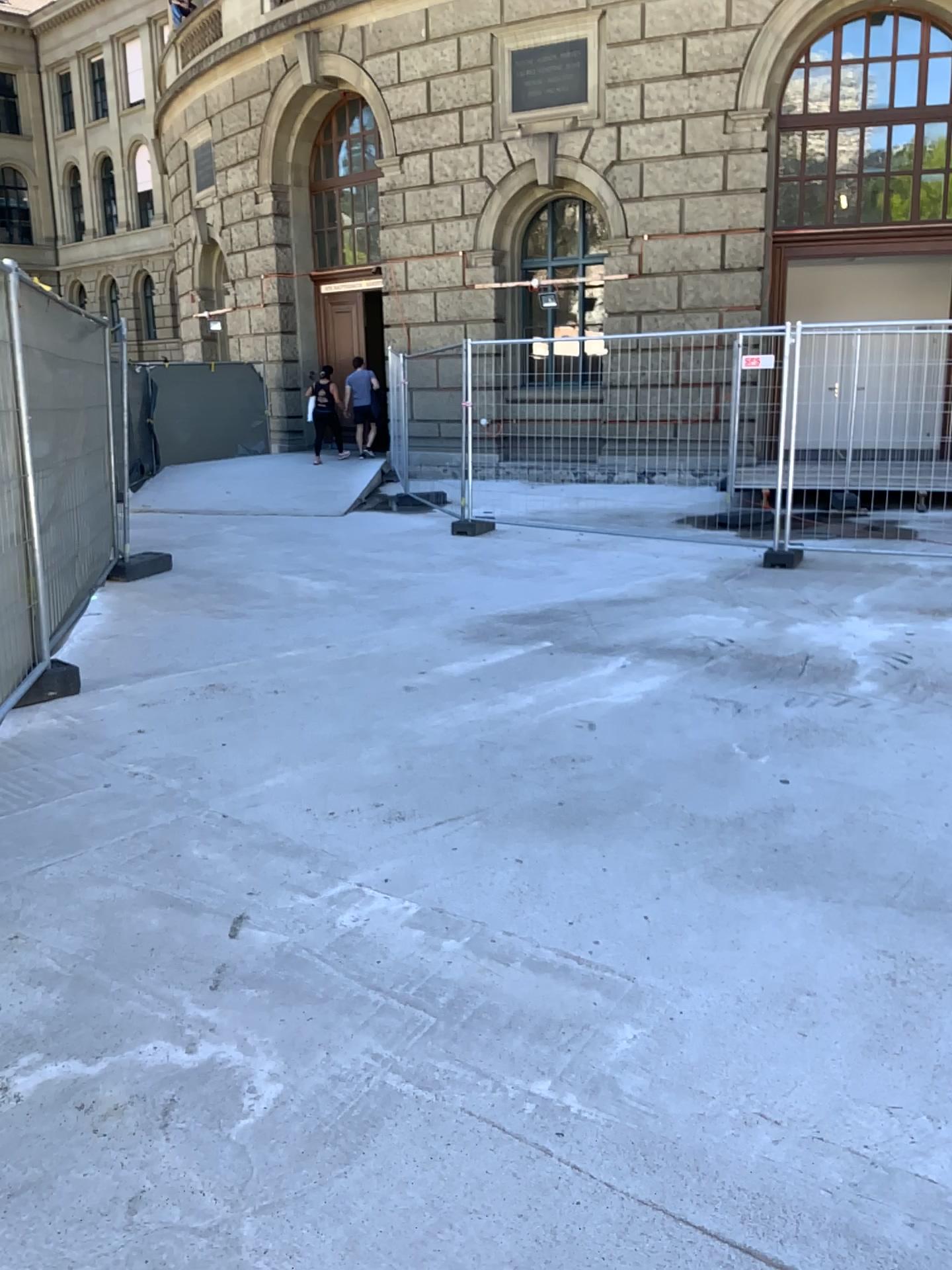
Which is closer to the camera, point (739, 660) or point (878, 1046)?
point (878, 1046)
